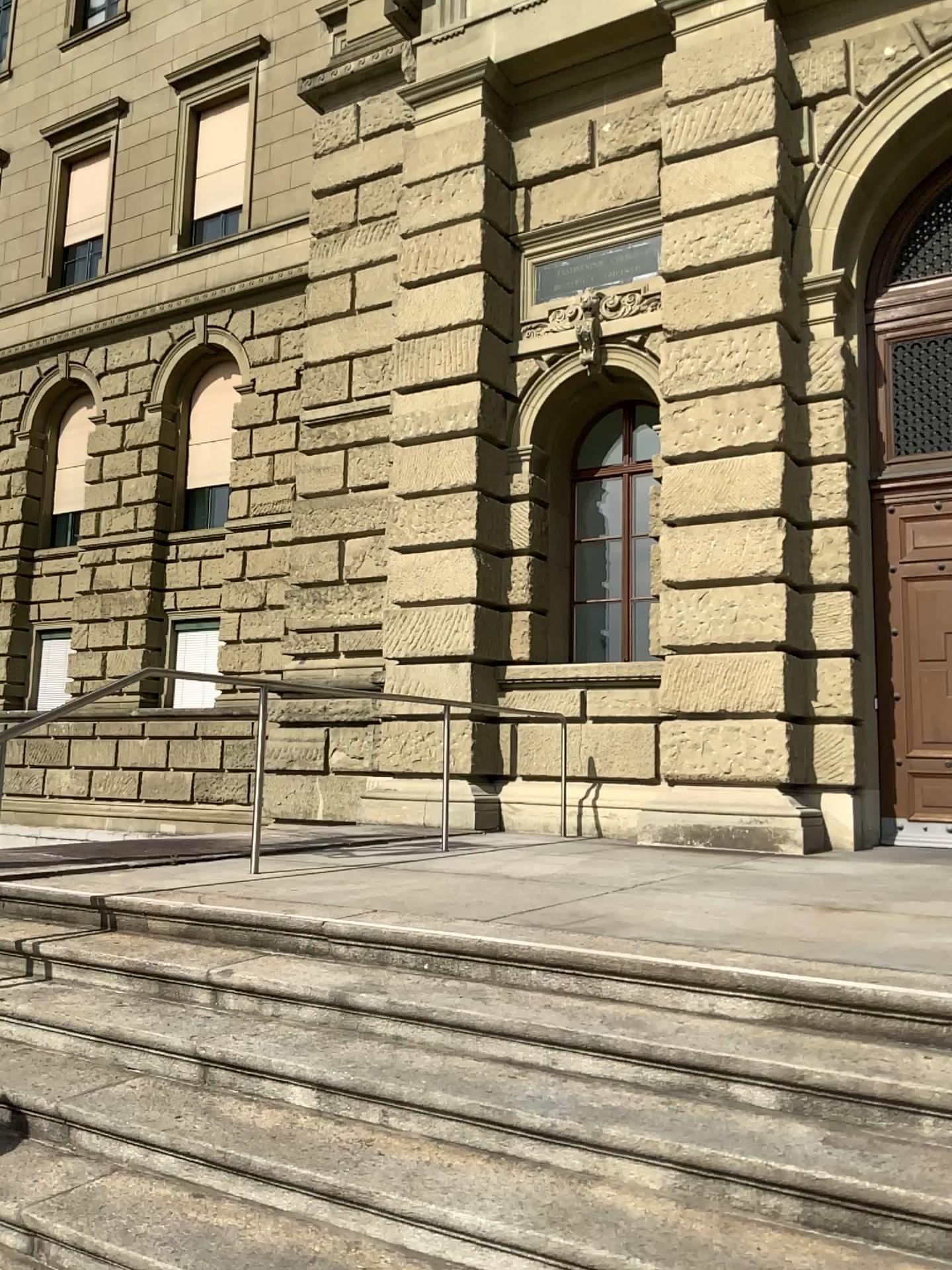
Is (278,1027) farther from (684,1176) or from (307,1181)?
(684,1176)
